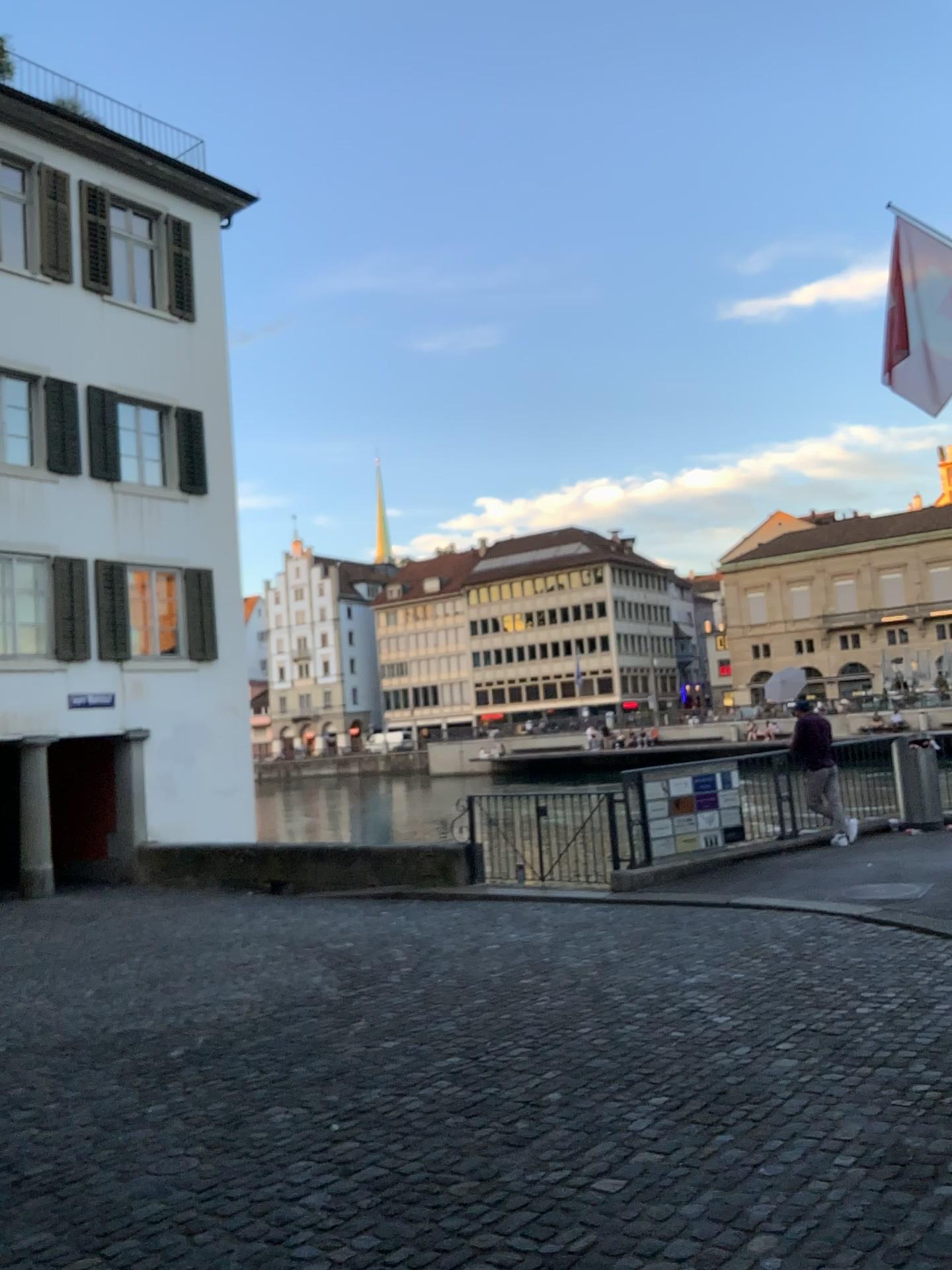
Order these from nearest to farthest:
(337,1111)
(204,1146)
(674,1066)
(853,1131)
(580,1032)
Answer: (853,1131), (204,1146), (337,1111), (674,1066), (580,1032)
